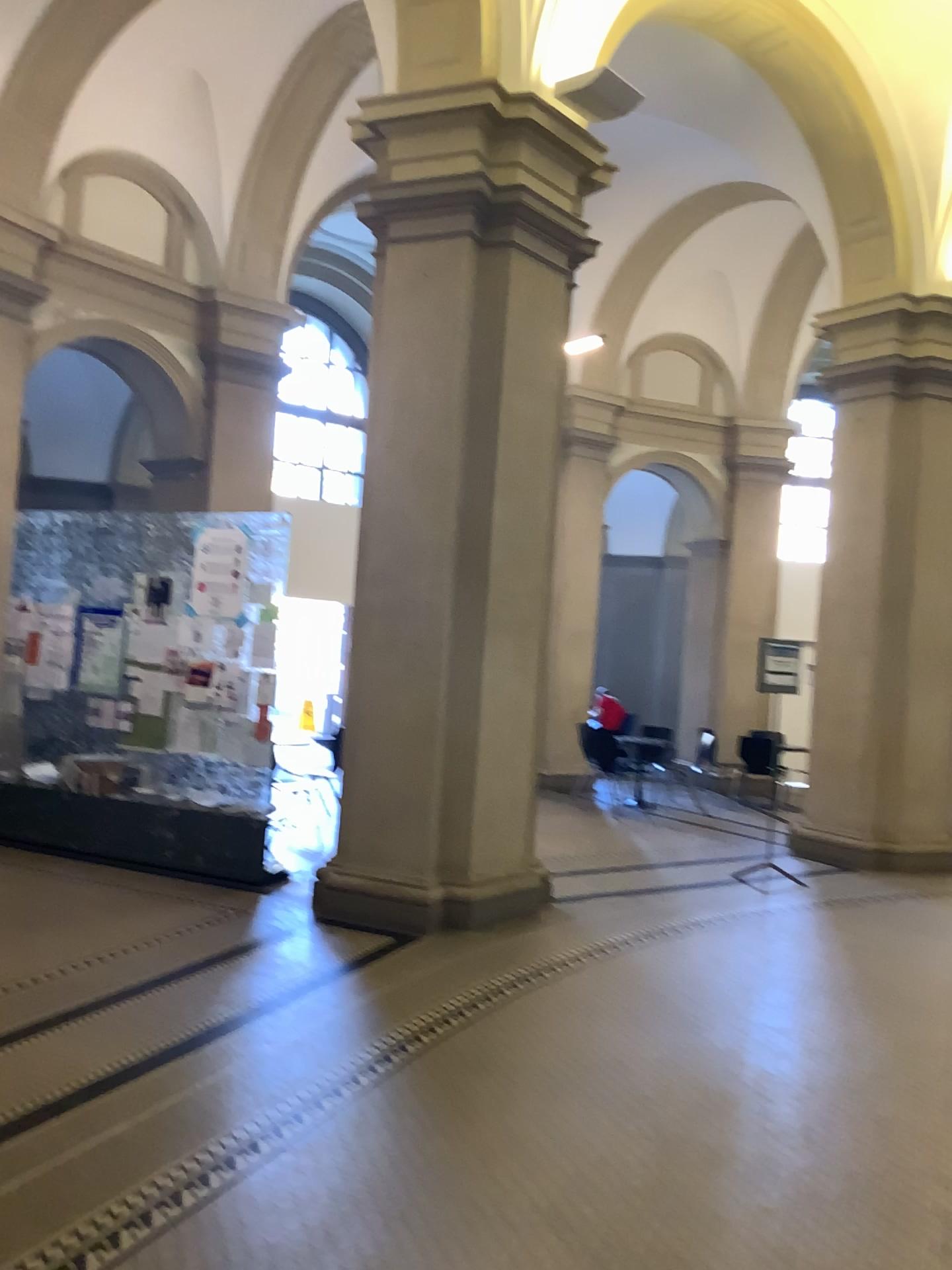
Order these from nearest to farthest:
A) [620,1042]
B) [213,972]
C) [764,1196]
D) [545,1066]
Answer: [764,1196] < [545,1066] < [620,1042] < [213,972]
